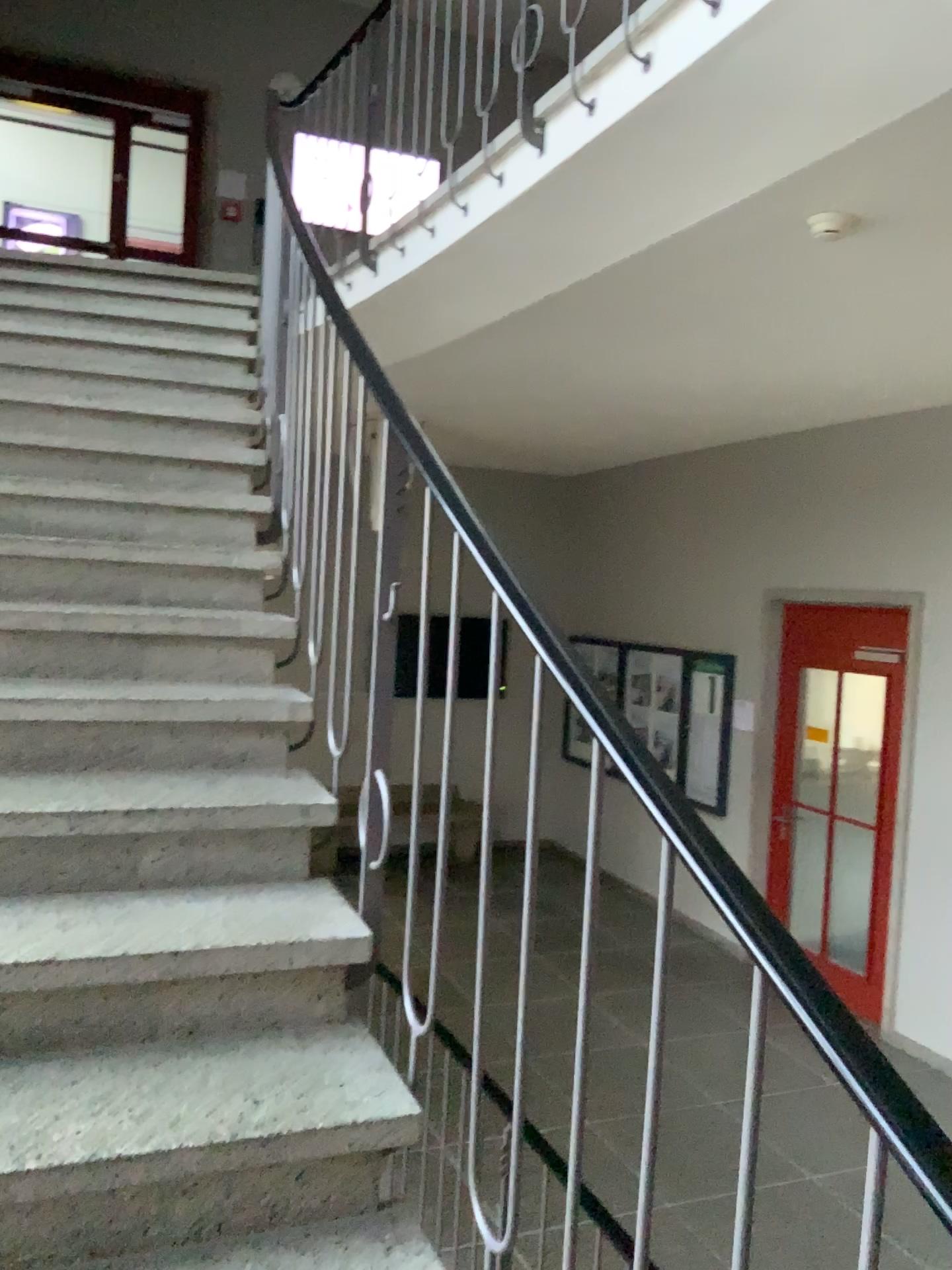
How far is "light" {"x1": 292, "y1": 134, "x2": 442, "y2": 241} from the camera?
4.4 meters

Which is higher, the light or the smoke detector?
the light

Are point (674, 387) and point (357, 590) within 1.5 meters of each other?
no

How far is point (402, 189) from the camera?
4.45m

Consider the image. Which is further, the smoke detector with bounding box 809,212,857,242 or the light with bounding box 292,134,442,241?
the light with bounding box 292,134,442,241

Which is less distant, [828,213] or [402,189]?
[828,213]

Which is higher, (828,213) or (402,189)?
(402,189)
